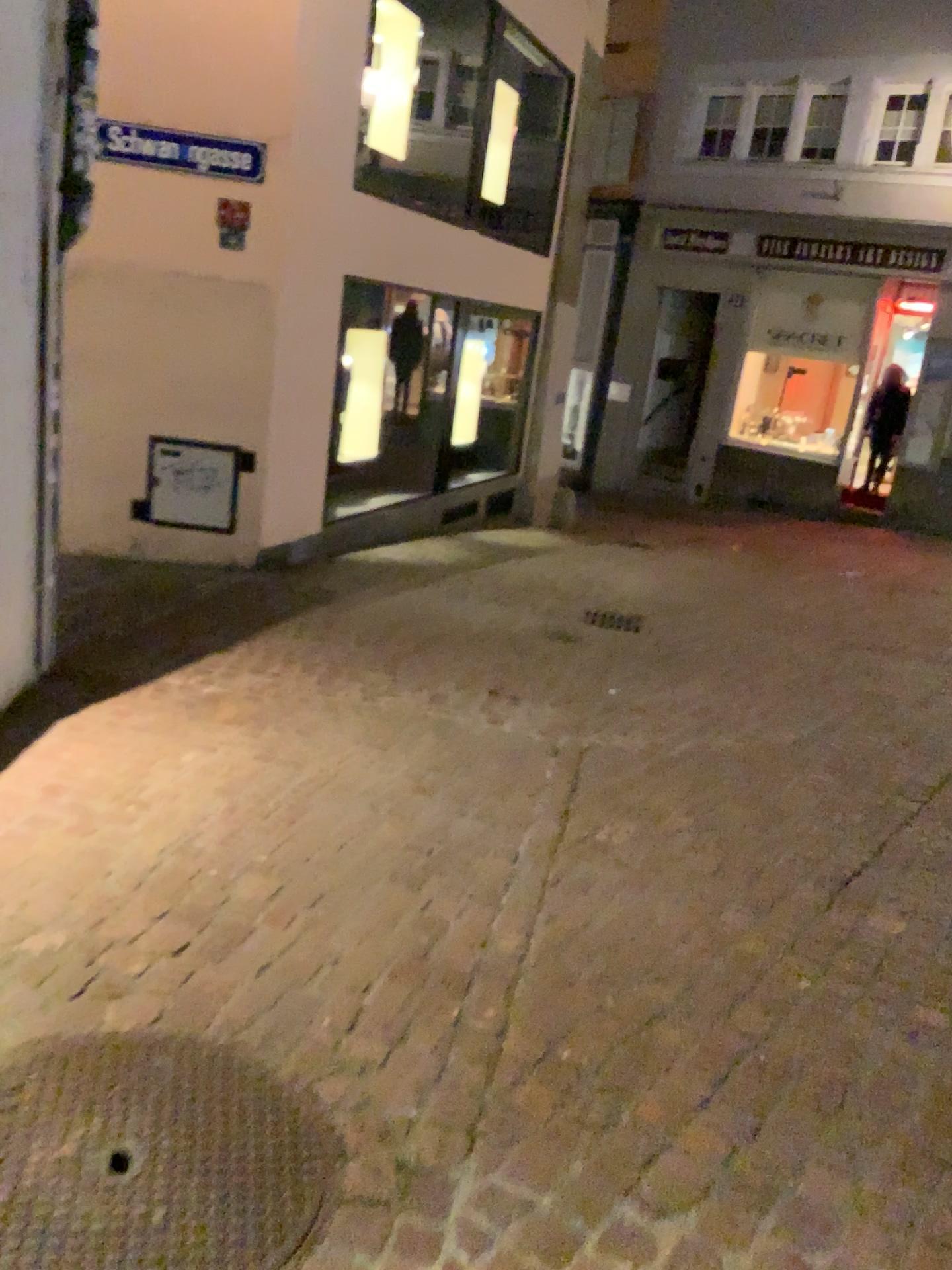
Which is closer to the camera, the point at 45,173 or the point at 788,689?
the point at 45,173
